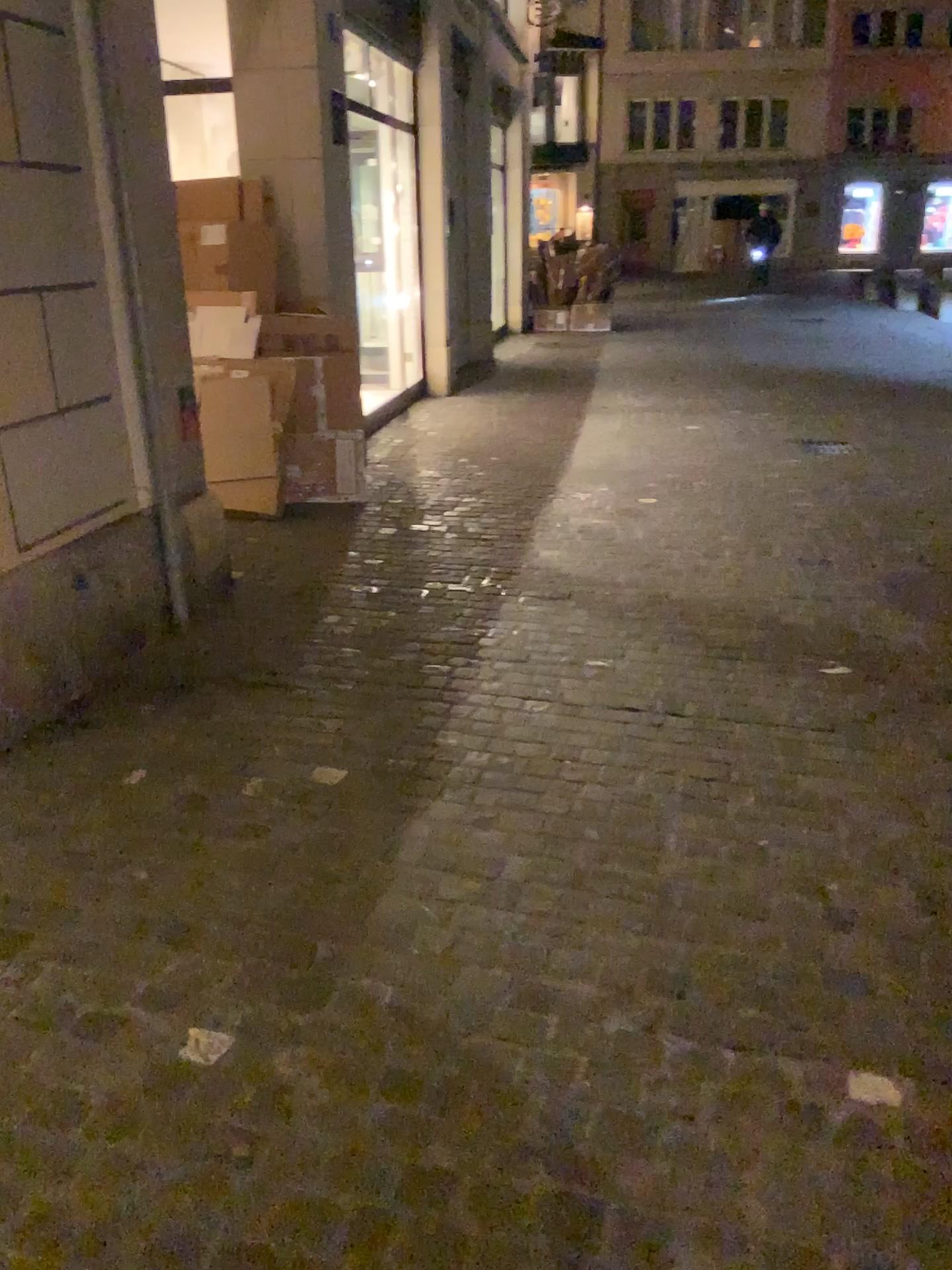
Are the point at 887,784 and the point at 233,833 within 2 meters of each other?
yes
